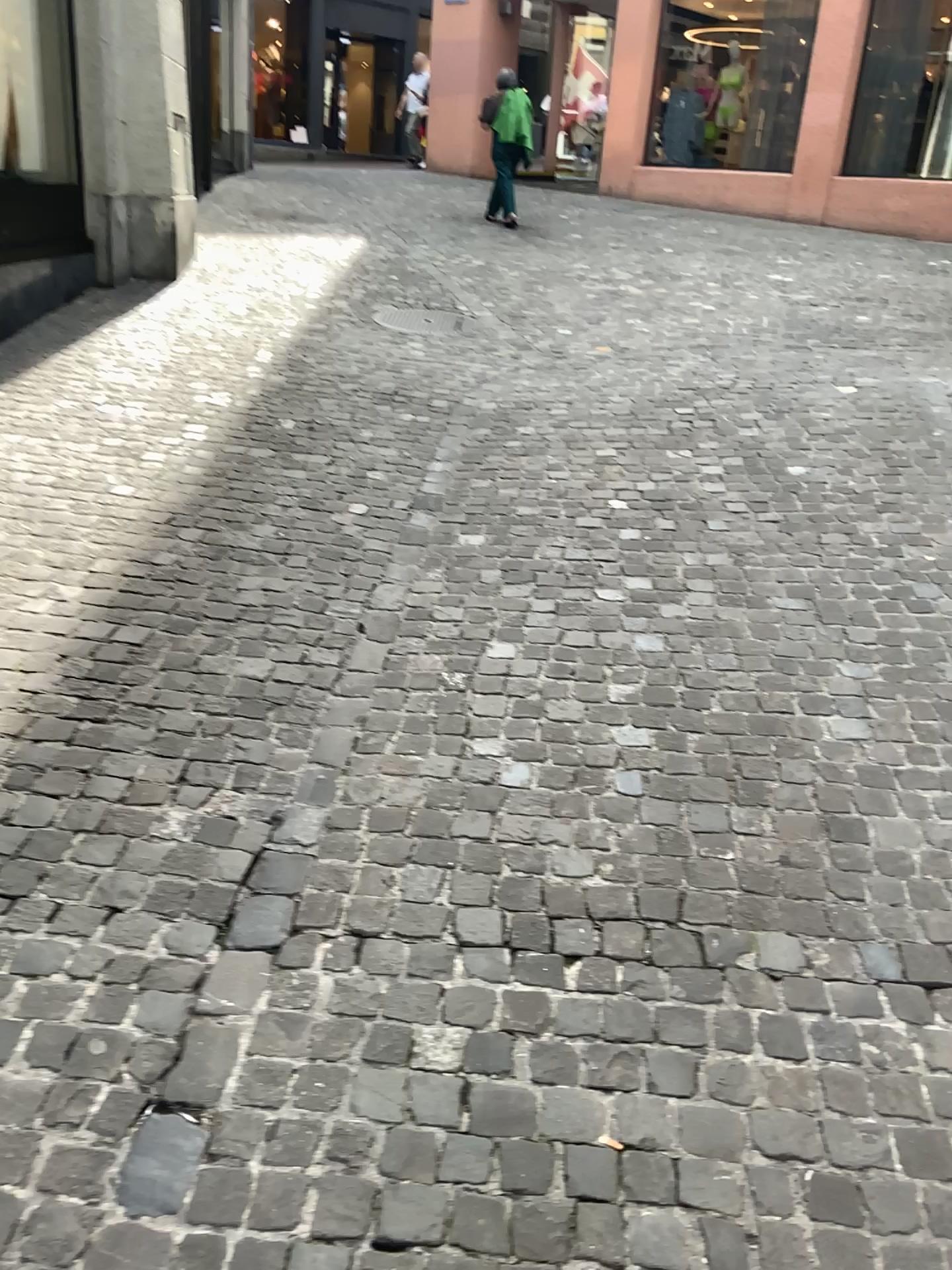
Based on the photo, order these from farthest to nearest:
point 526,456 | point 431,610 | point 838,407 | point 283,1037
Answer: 1. point 838,407
2. point 526,456
3. point 431,610
4. point 283,1037
